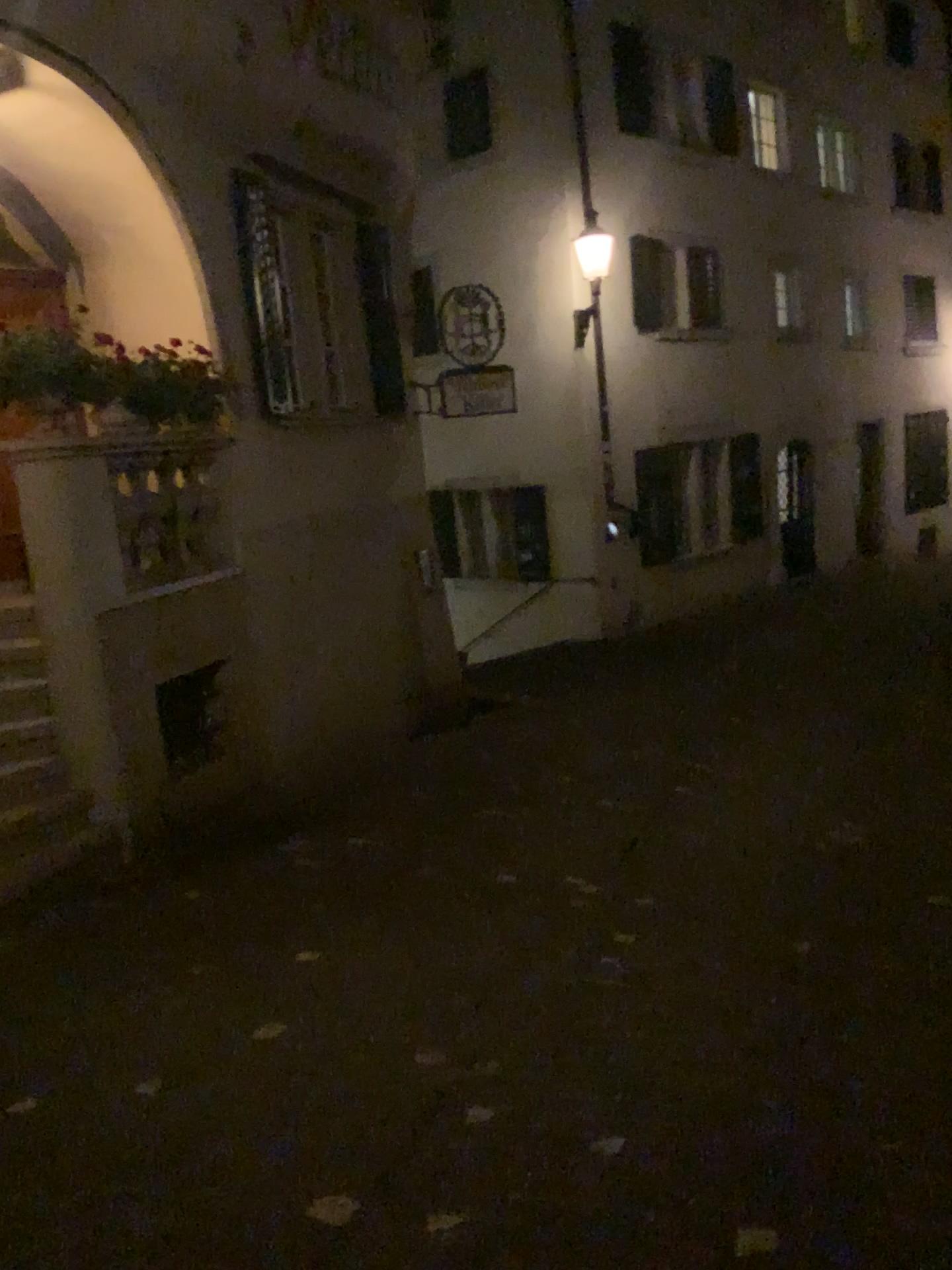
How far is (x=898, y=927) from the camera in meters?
4.3 m
